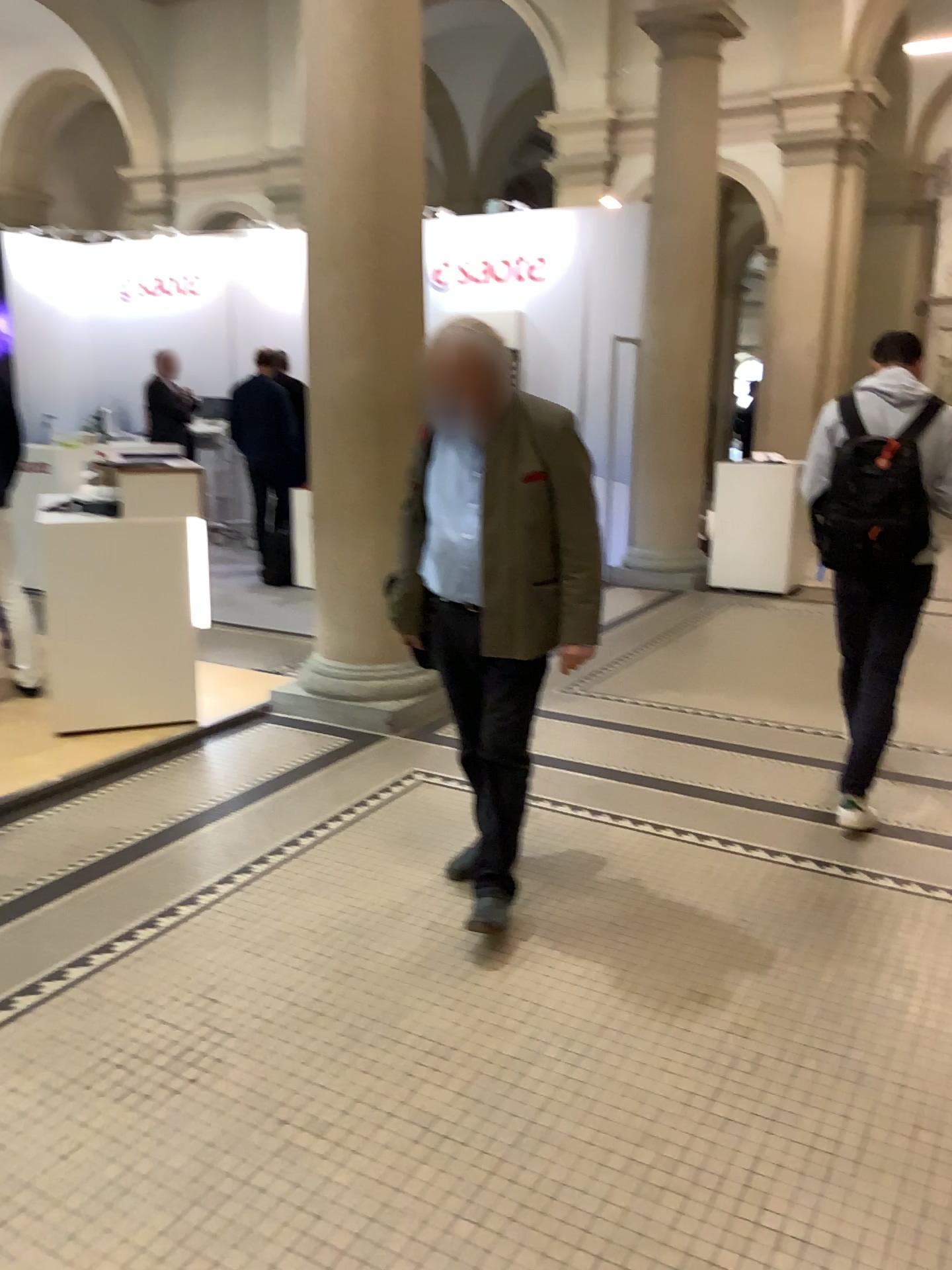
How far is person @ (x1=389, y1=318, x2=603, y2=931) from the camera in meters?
2.9

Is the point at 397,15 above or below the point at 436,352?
above

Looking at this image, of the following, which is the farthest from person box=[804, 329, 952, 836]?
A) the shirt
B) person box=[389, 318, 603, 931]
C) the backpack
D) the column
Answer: the column

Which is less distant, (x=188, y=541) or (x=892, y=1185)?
(x=892, y=1185)

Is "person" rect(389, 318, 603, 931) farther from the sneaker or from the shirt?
→ the sneaker

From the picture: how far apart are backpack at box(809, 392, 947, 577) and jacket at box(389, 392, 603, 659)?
1.1 meters

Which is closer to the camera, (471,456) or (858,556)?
(471,456)

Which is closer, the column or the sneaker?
the sneaker

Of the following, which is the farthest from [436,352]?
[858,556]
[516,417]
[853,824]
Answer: [853,824]

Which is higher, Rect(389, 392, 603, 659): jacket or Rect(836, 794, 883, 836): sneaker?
Rect(389, 392, 603, 659): jacket
